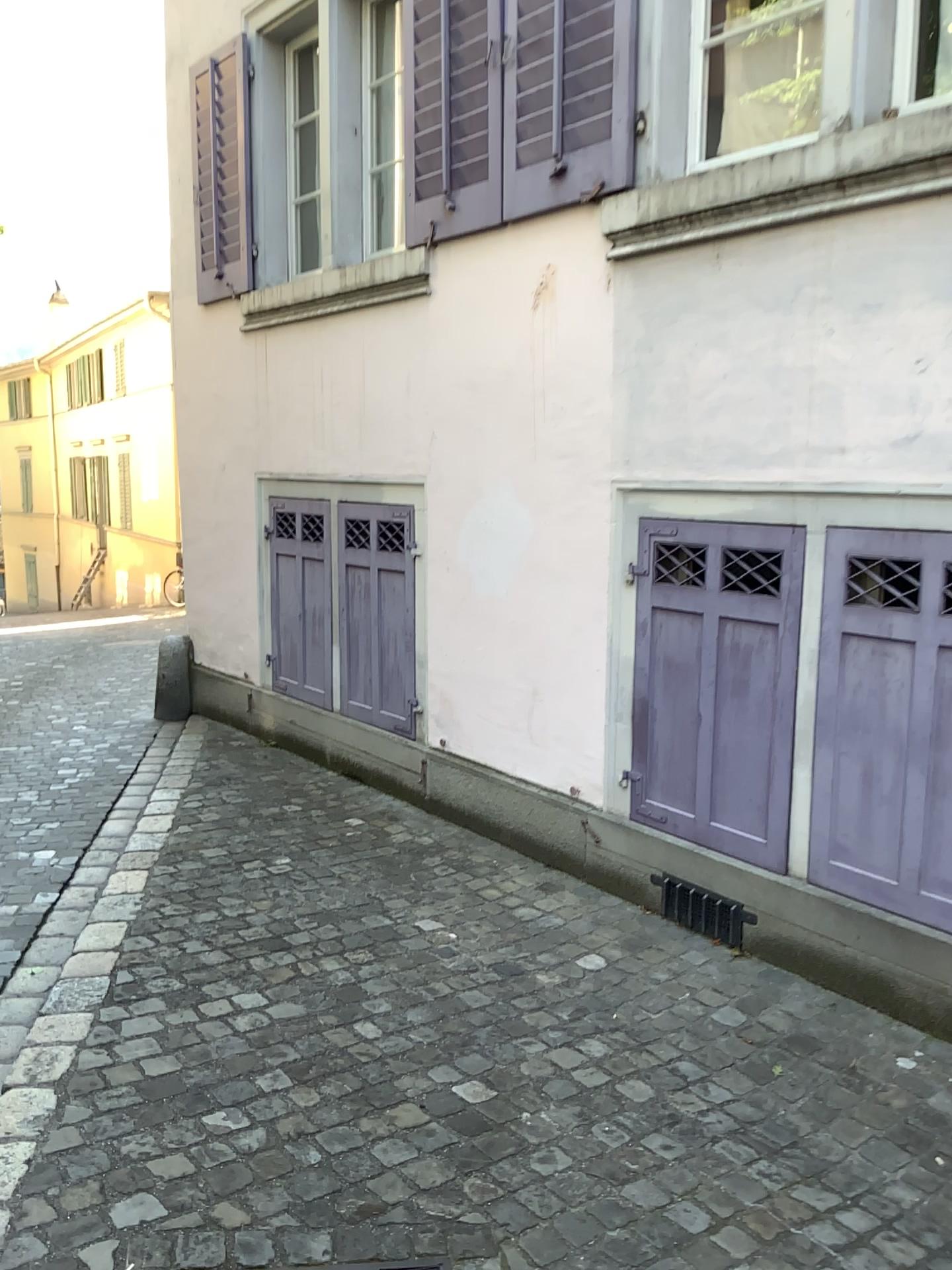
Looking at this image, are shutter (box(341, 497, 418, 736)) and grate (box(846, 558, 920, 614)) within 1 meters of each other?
no

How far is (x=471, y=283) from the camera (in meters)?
4.48

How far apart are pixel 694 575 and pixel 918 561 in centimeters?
84cm

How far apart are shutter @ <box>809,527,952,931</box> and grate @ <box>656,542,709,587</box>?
0.5 meters

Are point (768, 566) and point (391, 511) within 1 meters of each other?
no

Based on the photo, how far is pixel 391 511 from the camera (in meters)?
5.08

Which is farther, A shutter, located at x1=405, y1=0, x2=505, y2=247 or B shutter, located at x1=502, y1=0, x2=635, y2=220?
A shutter, located at x1=405, y1=0, x2=505, y2=247

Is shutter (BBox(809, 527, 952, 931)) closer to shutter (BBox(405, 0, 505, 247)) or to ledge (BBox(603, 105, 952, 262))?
ledge (BBox(603, 105, 952, 262))

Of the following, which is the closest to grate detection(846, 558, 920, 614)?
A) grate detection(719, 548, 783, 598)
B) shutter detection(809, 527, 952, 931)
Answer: shutter detection(809, 527, 952, 931)

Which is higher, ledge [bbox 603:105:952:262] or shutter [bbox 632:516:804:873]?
ledge [bbox 603:105:952:262]
